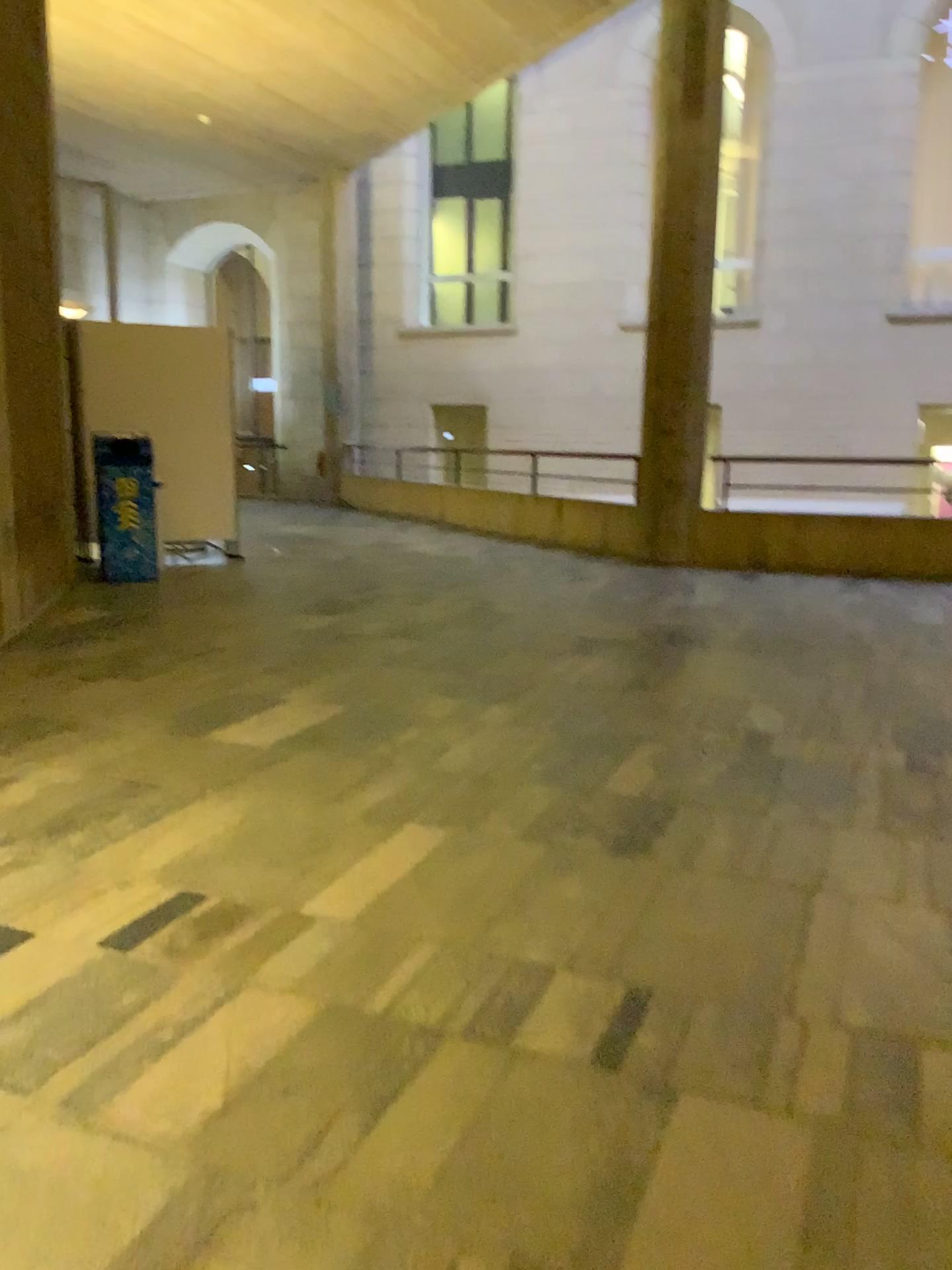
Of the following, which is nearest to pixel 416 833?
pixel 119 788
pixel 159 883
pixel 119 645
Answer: pixel 159 883
